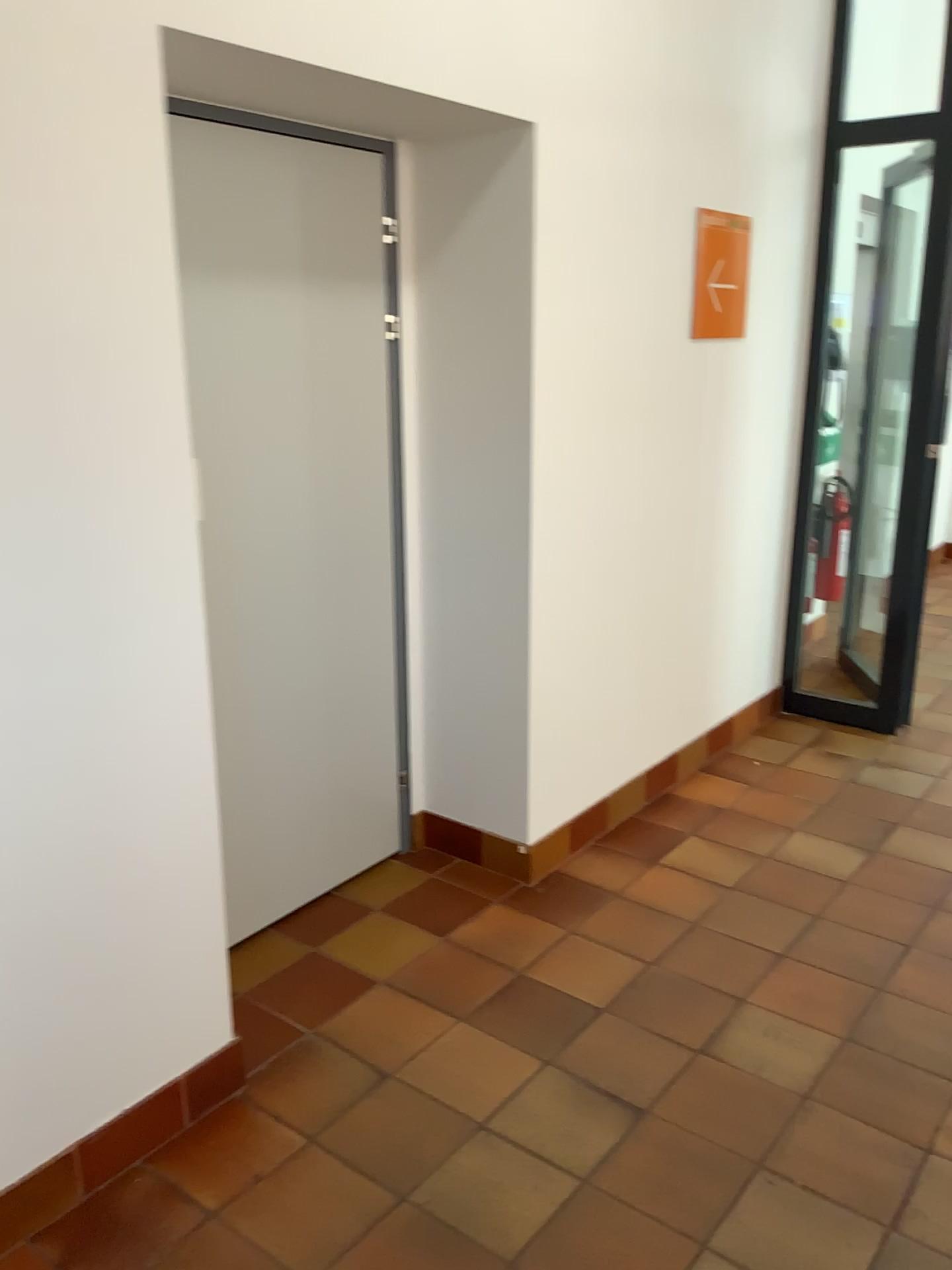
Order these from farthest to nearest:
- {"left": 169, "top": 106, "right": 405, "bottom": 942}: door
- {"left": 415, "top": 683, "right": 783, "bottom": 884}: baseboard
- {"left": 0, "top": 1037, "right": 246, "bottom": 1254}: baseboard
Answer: {"left": 415, "top": 683, "right": 783, "bottom": 884}: baseboard
{"left": 169, "top": 106, "right": 405, "bottom": 942}: door
{"left": 0, "top": 1037, "right": 246, "bottom": 1254}: baseboard

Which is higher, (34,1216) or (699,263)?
(699,263)

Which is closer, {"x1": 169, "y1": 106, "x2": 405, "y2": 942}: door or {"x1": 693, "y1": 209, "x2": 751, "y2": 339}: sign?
{"x1": 169, "y1": 106, "x2": 405, "y2": 942}: door

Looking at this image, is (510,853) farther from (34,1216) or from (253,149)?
(253,149)

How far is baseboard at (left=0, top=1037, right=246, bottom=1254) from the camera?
1.94m

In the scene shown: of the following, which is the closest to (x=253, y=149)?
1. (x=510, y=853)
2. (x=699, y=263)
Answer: (x=699, y=263)

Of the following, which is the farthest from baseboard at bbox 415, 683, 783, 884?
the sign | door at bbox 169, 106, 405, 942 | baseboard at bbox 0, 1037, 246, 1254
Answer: the sign

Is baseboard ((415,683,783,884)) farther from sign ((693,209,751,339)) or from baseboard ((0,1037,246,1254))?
sign ((693,209,751,339))

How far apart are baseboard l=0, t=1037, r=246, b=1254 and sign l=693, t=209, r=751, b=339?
2.70m

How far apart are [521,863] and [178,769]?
1.4 meters
